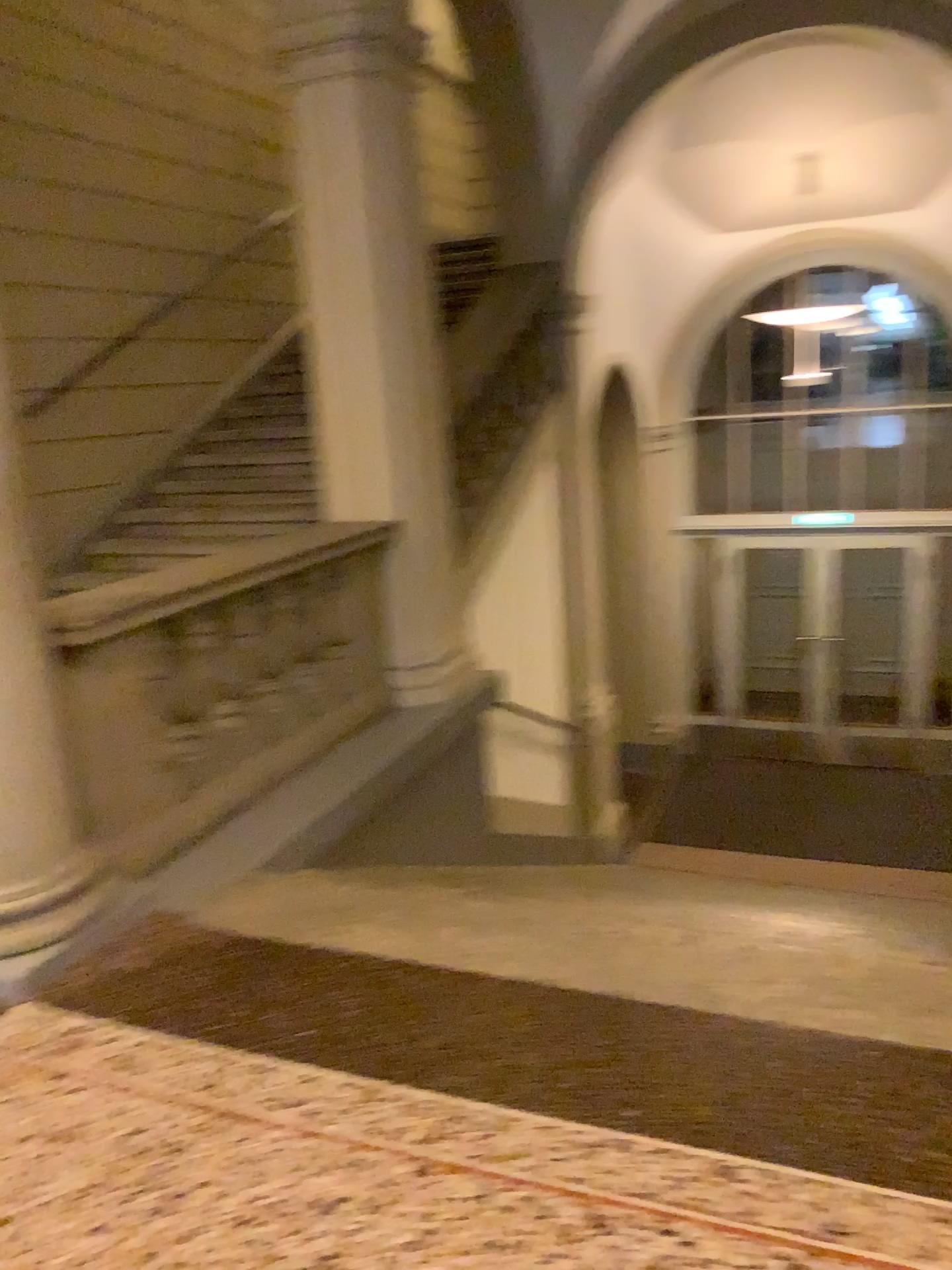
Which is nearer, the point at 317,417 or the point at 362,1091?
the point at 362,1091
